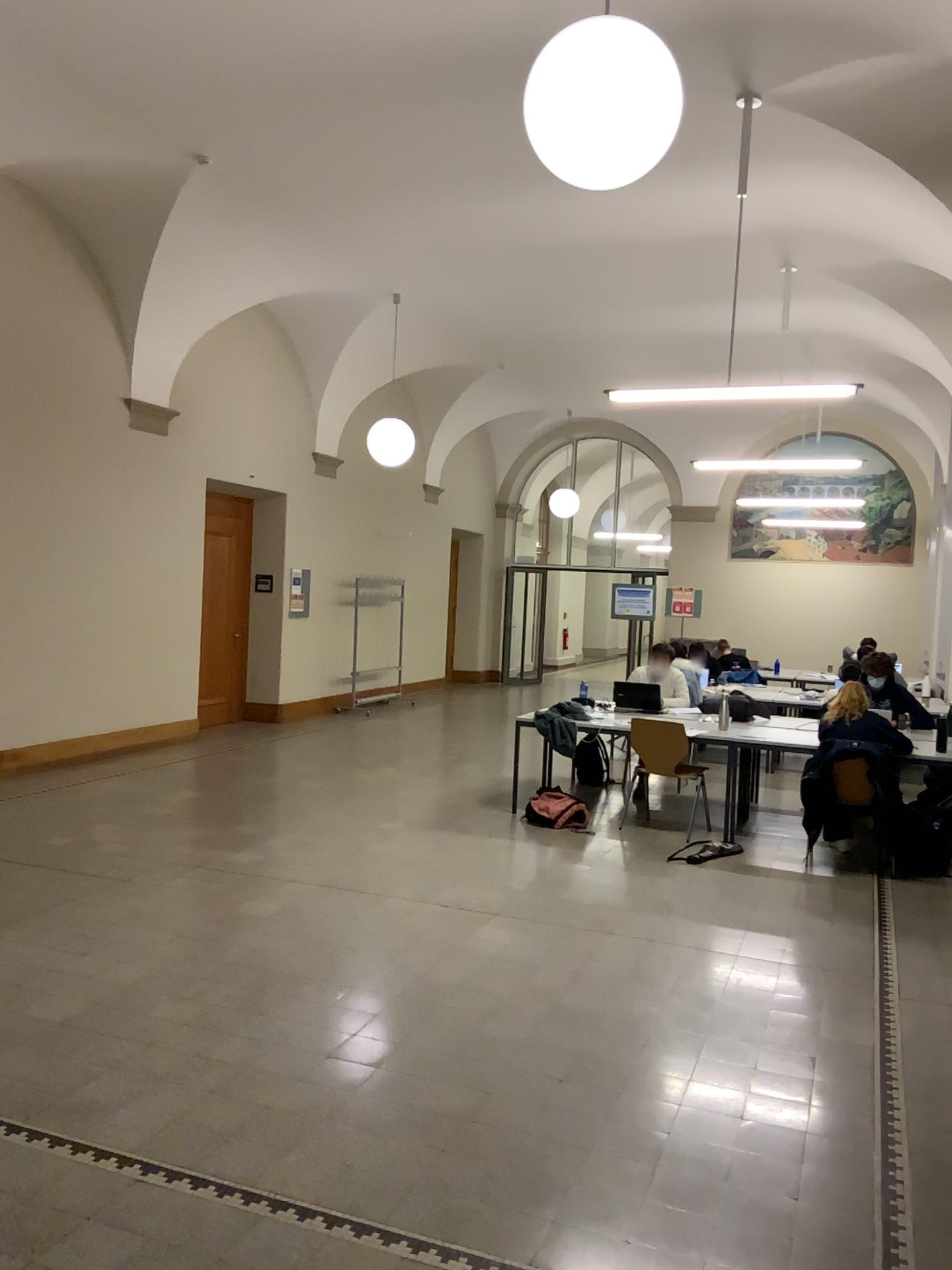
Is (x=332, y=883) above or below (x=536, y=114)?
below
